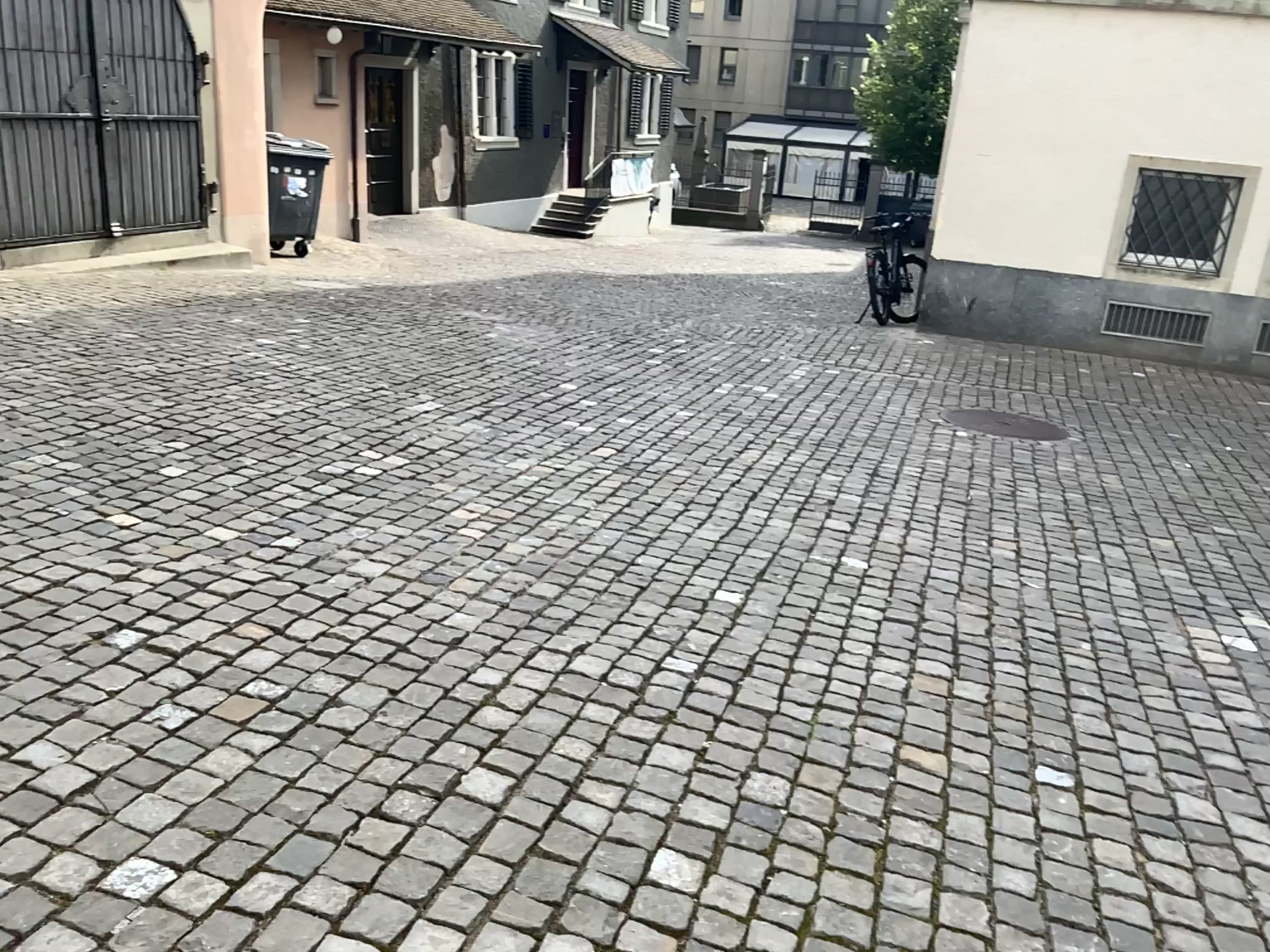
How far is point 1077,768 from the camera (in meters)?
2.75
